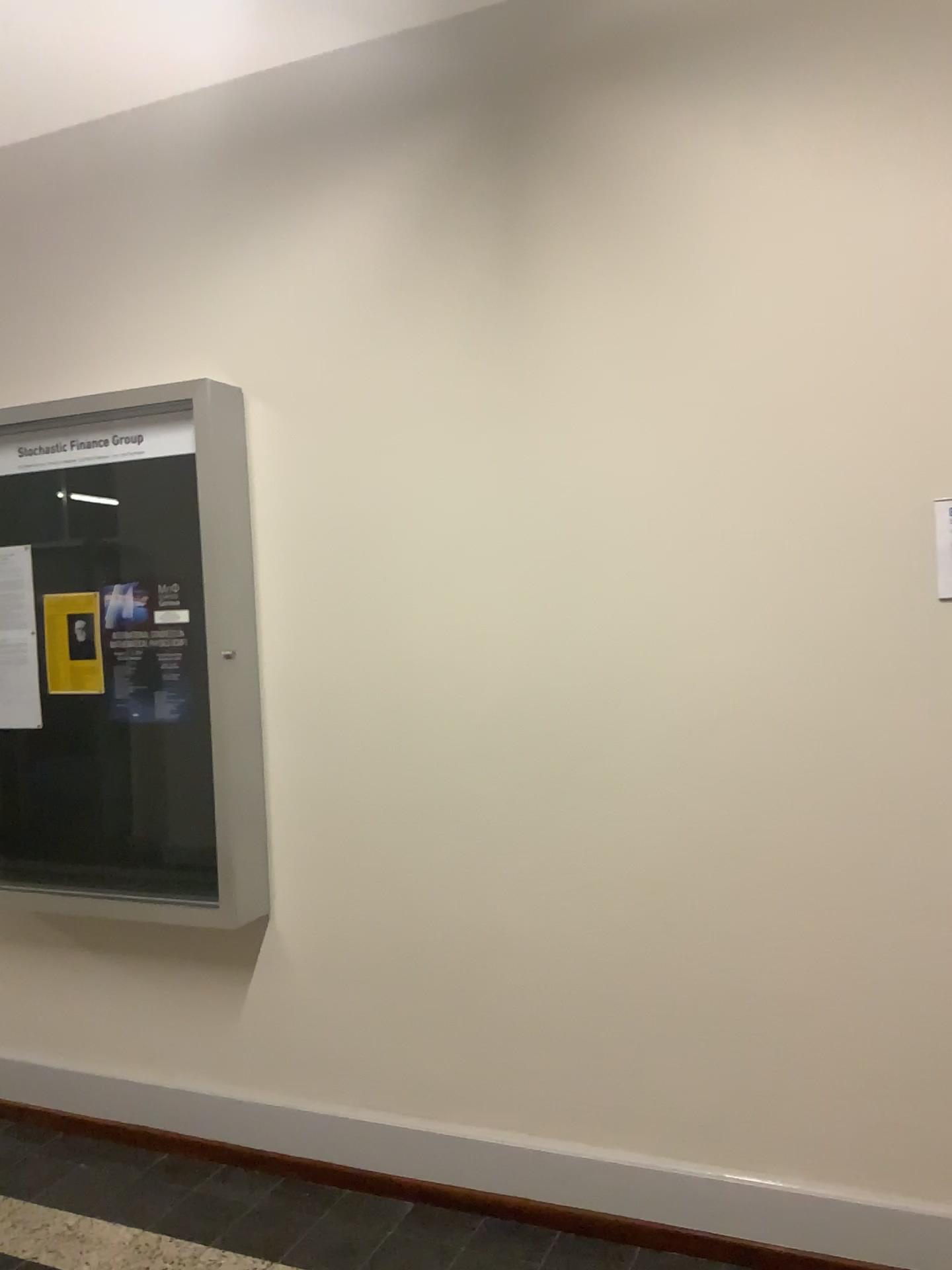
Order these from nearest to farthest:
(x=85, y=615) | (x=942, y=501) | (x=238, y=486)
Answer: (x=942, y=501) → (x=238, y=486) → (x=85, y=615)

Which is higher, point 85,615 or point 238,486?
point 238,486

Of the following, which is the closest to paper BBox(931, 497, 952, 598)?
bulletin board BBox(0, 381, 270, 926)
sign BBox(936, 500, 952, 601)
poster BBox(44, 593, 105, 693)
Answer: sign BBox(936, 500, 952, 601)

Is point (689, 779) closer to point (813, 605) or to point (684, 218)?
point (813, 605)

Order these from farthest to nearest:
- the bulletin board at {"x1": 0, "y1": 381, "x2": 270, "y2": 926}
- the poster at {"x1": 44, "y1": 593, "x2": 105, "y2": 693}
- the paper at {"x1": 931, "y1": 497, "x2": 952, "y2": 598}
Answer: the poster at {"x1": 44, "y1": 593, "x2": 105, "y2": 693} < the bulletin board at {"x1": 0, "y1": 381, "x2": 270, "y2": 926} < the paper at {"x1": 931, "y1": 497, "x2": 952, "y2": 598}

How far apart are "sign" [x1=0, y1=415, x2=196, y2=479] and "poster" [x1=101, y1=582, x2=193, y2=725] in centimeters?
38cm

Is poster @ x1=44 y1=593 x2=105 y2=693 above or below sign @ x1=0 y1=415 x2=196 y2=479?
below

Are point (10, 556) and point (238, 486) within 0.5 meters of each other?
no

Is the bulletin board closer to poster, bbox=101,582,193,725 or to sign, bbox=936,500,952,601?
poster, bbox=101,582,193,725

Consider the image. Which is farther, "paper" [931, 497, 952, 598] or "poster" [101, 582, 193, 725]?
"poster" [101, 582, 193, 725]
